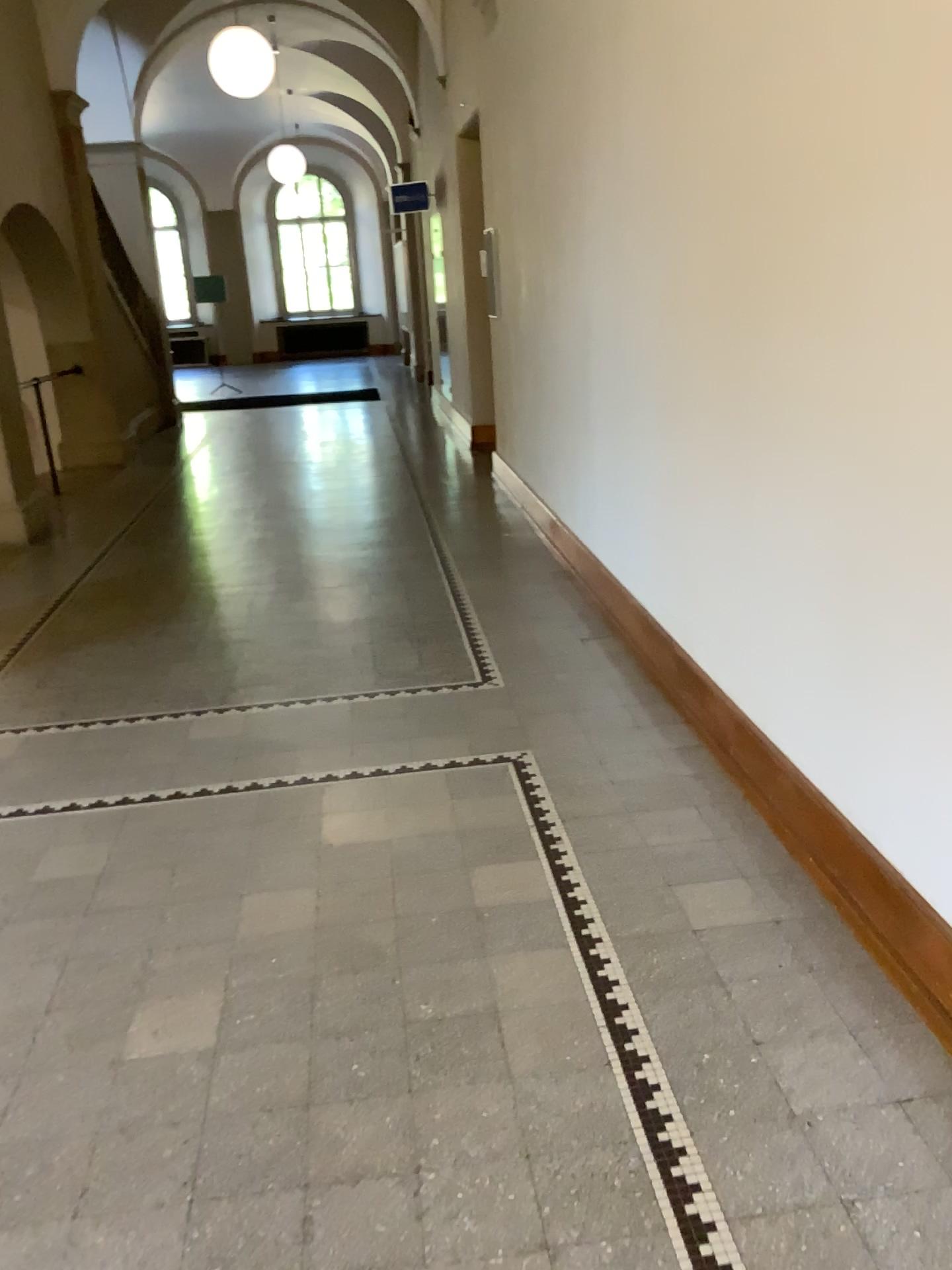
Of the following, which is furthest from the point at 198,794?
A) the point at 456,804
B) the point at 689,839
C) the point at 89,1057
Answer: the point at 689,839
